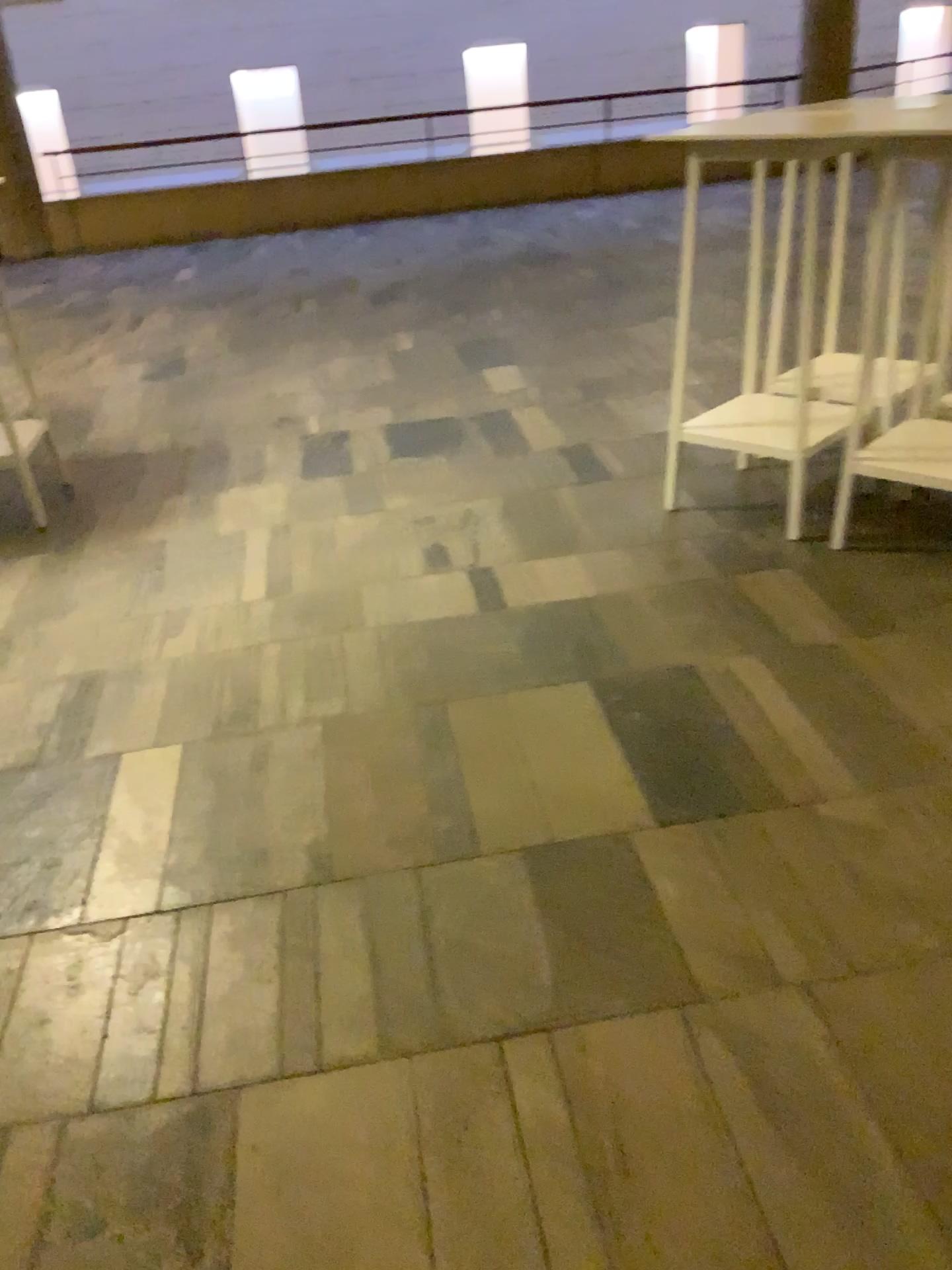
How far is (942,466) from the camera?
3.0 meters

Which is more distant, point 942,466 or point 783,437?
point 783,437

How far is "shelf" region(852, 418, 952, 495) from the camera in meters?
3.0

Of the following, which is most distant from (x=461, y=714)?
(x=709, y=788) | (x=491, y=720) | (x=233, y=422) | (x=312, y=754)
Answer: (x=233, y=422)

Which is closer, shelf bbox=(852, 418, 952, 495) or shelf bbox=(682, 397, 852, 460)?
shelf bbox=(852, 418, 952, 495)
